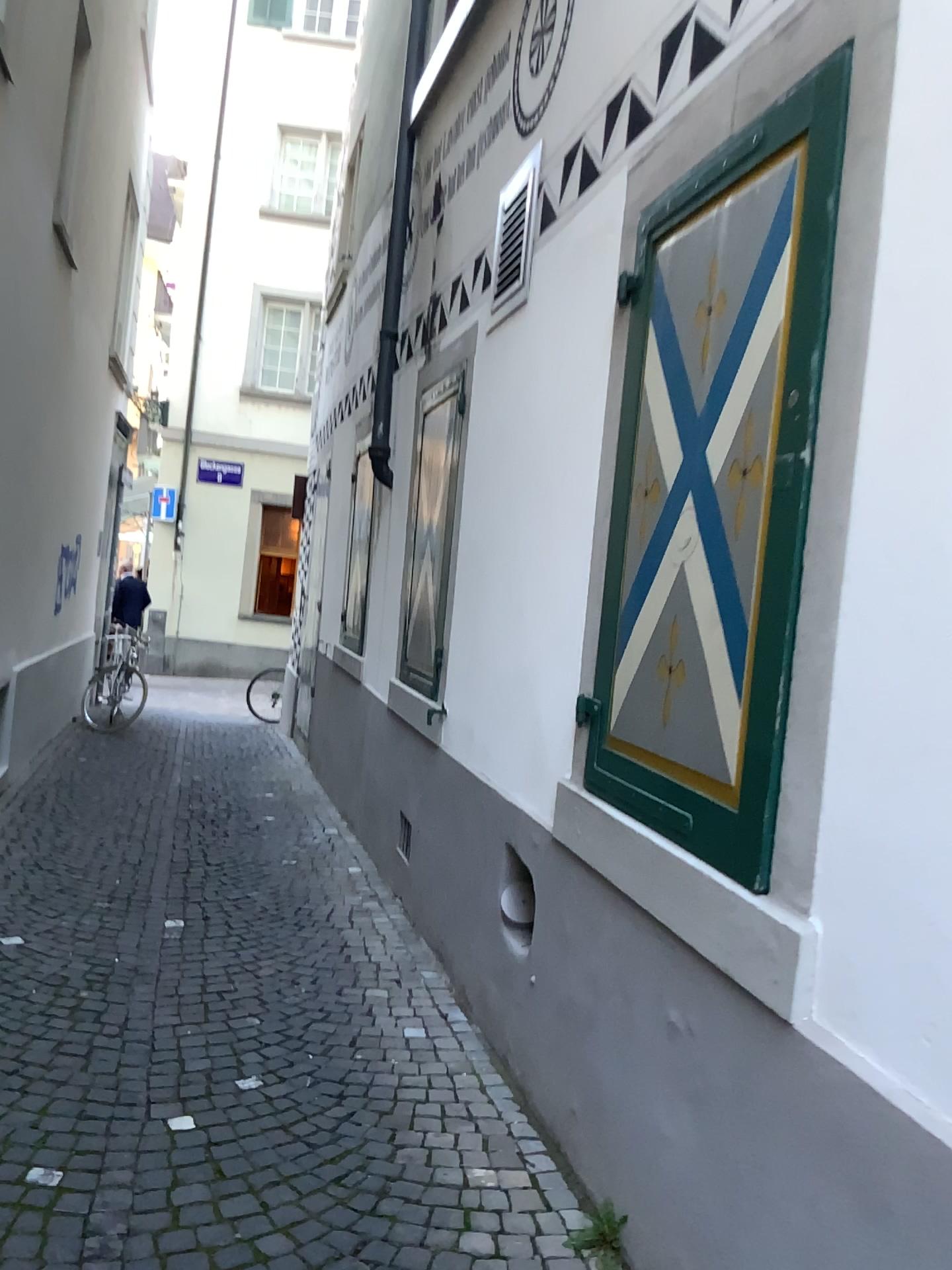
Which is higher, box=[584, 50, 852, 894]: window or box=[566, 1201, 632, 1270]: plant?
box=[584, 50, 852, 894]: window

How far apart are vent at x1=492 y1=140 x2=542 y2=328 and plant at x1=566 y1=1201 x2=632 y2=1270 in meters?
2.9

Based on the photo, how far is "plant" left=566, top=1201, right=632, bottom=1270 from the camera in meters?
2.2 m

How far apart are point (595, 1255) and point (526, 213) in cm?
325

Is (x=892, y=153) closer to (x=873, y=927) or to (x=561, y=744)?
(x=873, y=927)

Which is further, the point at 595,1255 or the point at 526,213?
the point at 526,213

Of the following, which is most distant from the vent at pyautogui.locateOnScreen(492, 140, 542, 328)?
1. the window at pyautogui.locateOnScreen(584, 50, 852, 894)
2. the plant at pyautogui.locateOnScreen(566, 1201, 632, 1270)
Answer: the plant at pyautogui.locateOnScreen(566, 1201, 632, 1270)

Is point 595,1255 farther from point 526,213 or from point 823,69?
point 526,213

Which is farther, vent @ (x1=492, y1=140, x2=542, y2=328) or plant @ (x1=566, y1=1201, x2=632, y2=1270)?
vent @ (x1=492, y1=140, x2=542, y2=328)

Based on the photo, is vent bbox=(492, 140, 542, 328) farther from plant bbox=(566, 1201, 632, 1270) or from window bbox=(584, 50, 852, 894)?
plant bbox=(566, 1201, 632, 1270)
